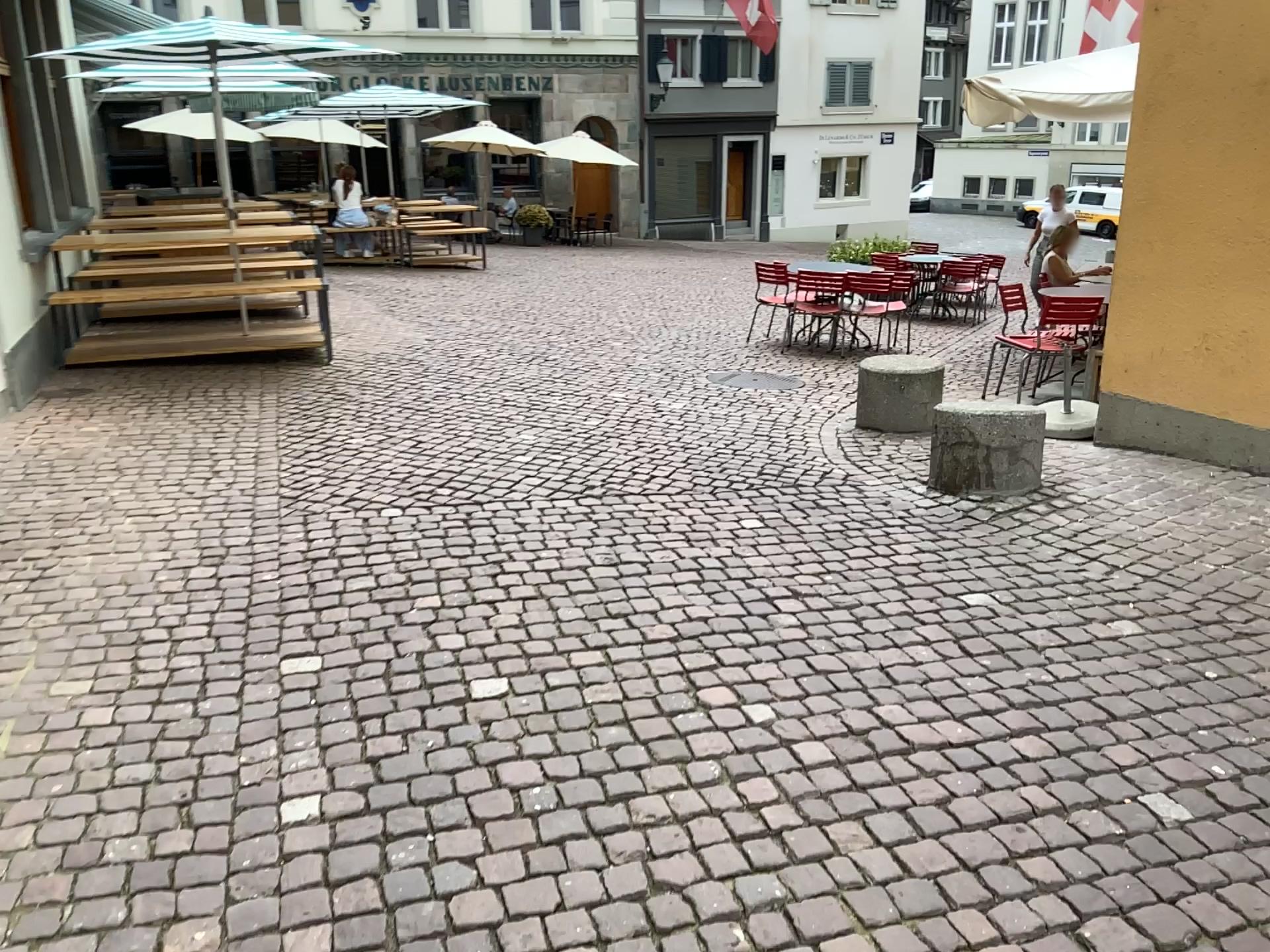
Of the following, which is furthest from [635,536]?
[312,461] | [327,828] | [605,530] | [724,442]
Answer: [327,828]
